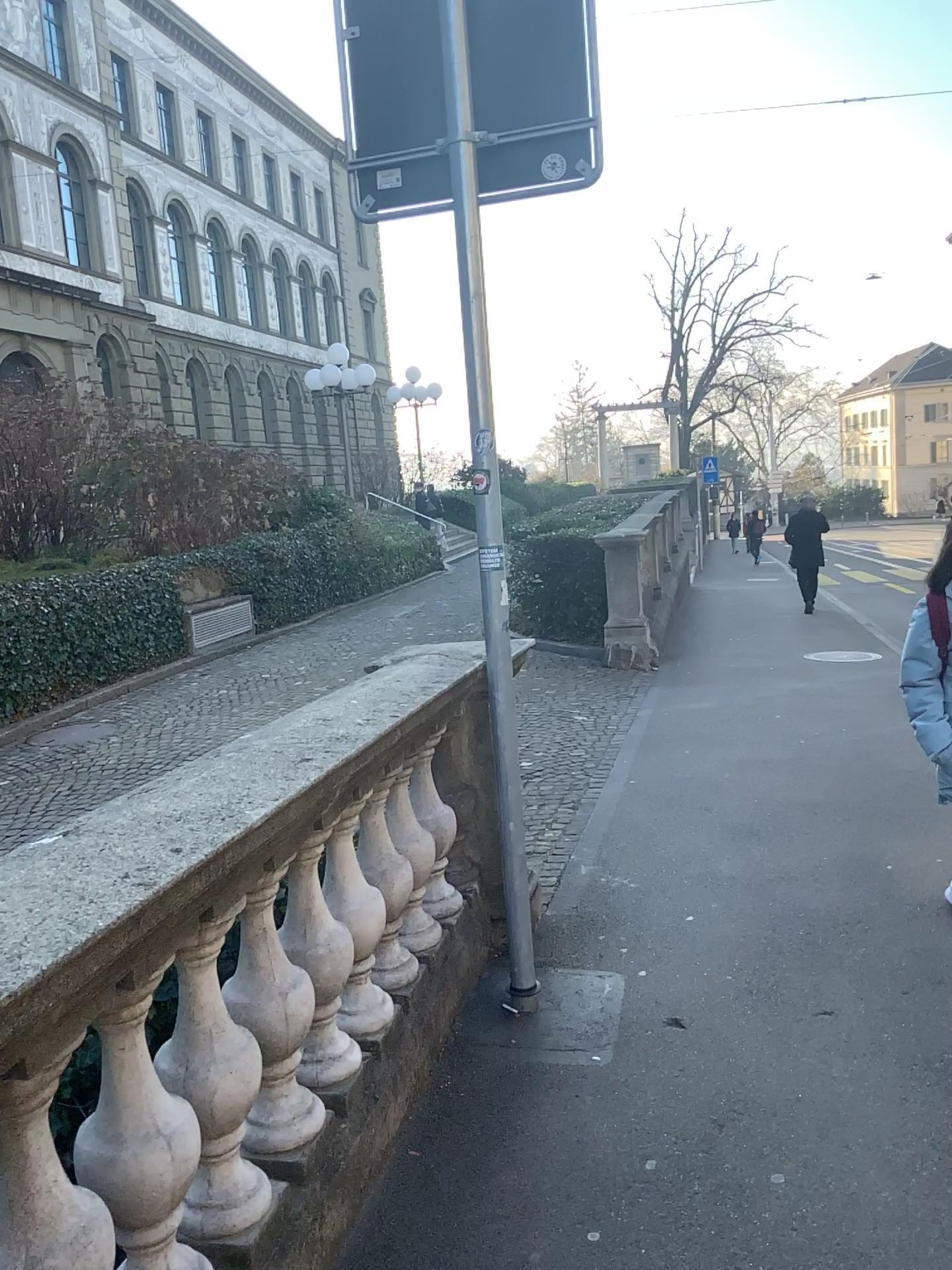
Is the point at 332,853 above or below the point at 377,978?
above

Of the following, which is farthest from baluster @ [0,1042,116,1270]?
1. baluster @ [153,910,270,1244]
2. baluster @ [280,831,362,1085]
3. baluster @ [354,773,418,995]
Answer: baluster @ [354,773,418,995]

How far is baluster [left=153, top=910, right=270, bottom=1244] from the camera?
1.9 meters

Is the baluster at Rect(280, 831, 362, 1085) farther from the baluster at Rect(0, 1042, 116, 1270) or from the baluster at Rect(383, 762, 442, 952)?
the baluster at Rect(0, 1042, 116, 1270)

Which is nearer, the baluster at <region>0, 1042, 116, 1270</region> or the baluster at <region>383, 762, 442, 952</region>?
the baluster at <region>0, 1042, 116, 1270</region>

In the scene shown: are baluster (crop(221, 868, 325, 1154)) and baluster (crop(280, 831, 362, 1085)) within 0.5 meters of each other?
yes

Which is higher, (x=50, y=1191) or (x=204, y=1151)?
(x=50, y=1191)

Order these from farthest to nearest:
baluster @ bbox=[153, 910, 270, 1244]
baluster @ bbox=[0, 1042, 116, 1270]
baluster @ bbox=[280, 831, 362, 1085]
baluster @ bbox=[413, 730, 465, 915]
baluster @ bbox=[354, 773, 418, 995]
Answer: baluster @ bbox=[413, 730, 465, 915], baluster @ bbox=[354, 773, 418, 995], baluster @ bbox=[280, 831, 362, 1085], baluster @ bbox=[153, 910, 270, 1244], baluster @ bbox=[0, 1042, 116, 1270]

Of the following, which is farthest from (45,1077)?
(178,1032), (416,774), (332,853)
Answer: (416,774)

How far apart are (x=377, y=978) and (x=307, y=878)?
0.6 meters
